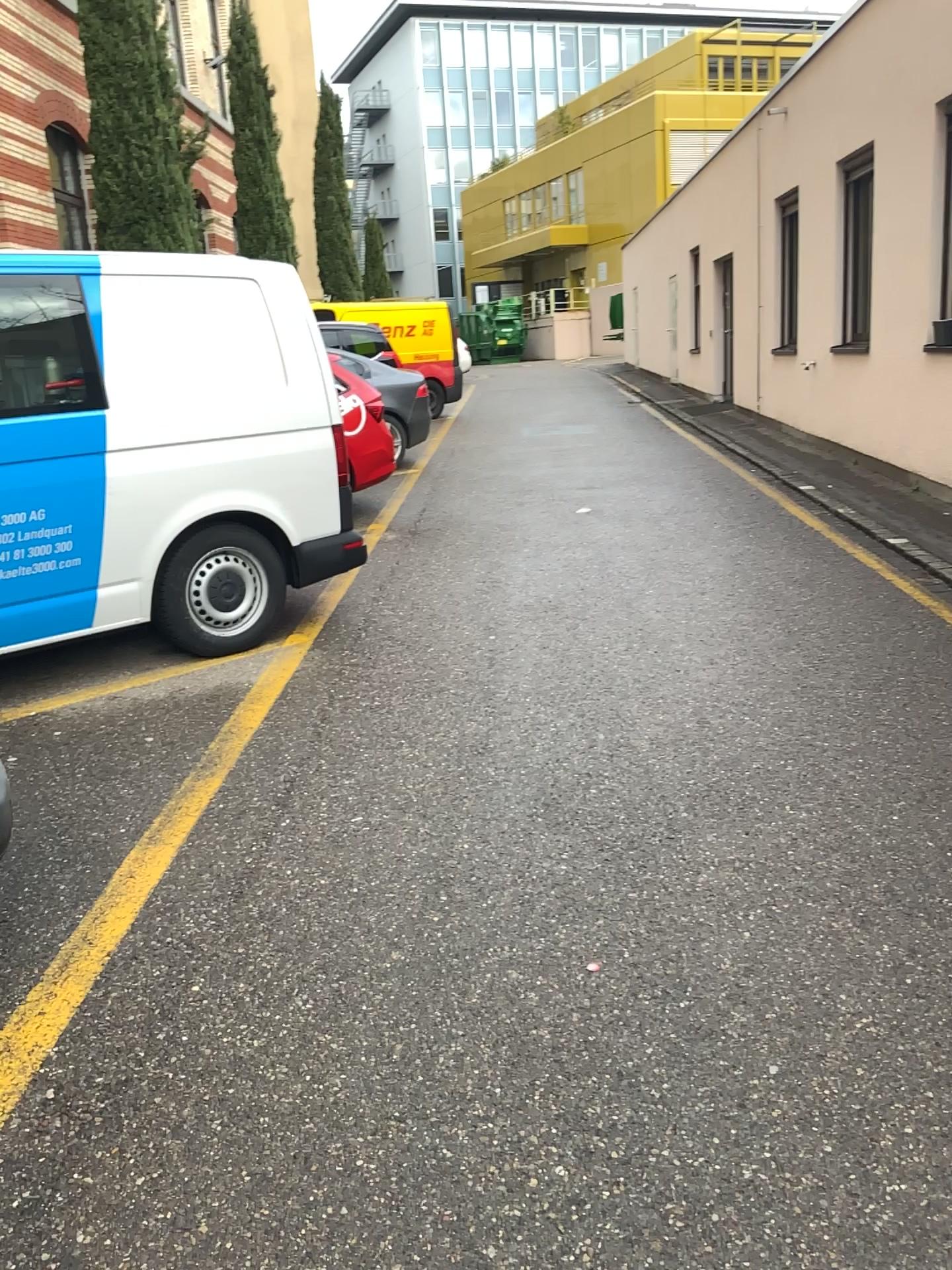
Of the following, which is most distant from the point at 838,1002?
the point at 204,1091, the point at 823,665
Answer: the point at 823,665
